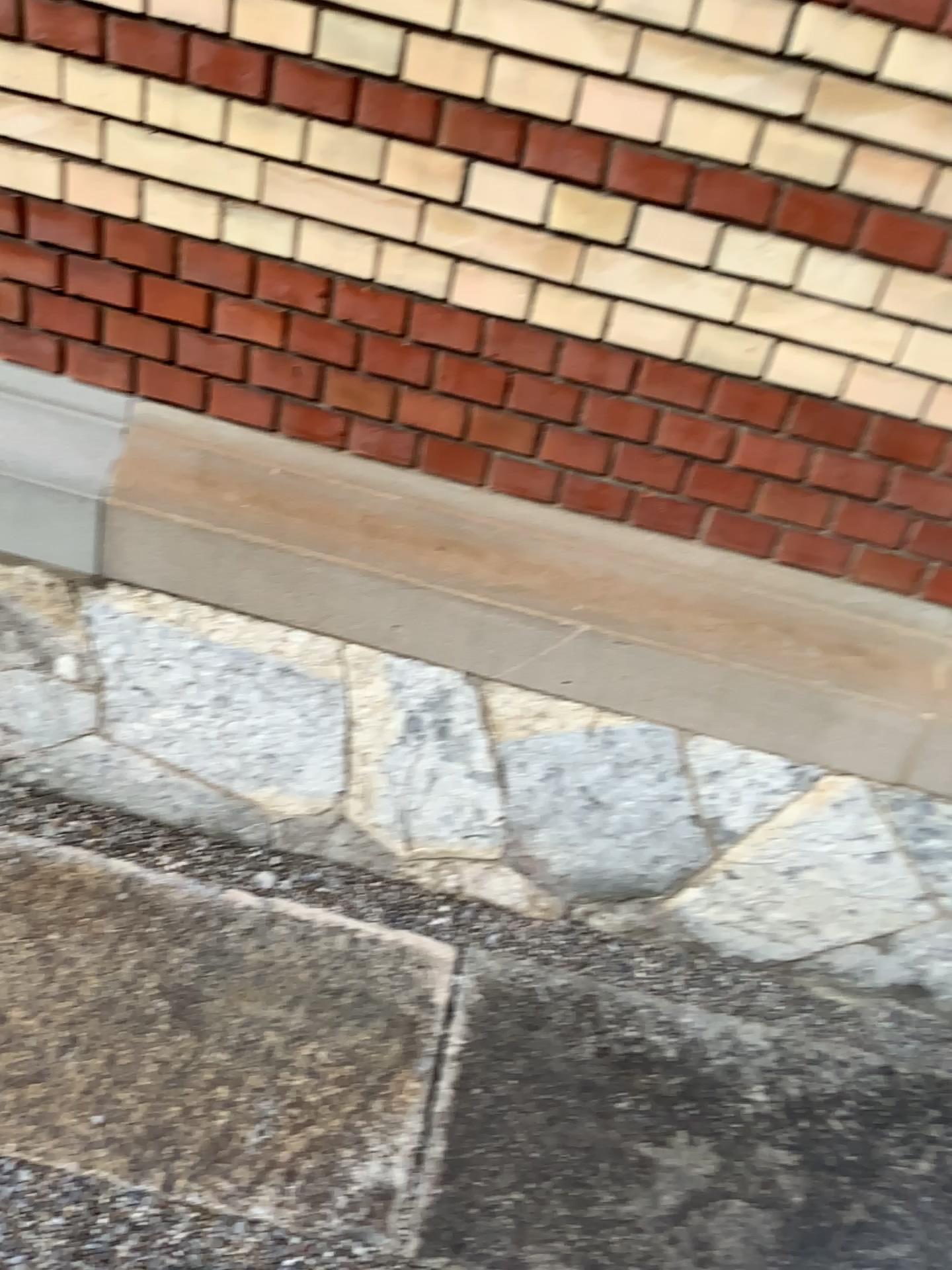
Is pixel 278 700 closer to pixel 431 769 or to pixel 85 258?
pixel 431 769
